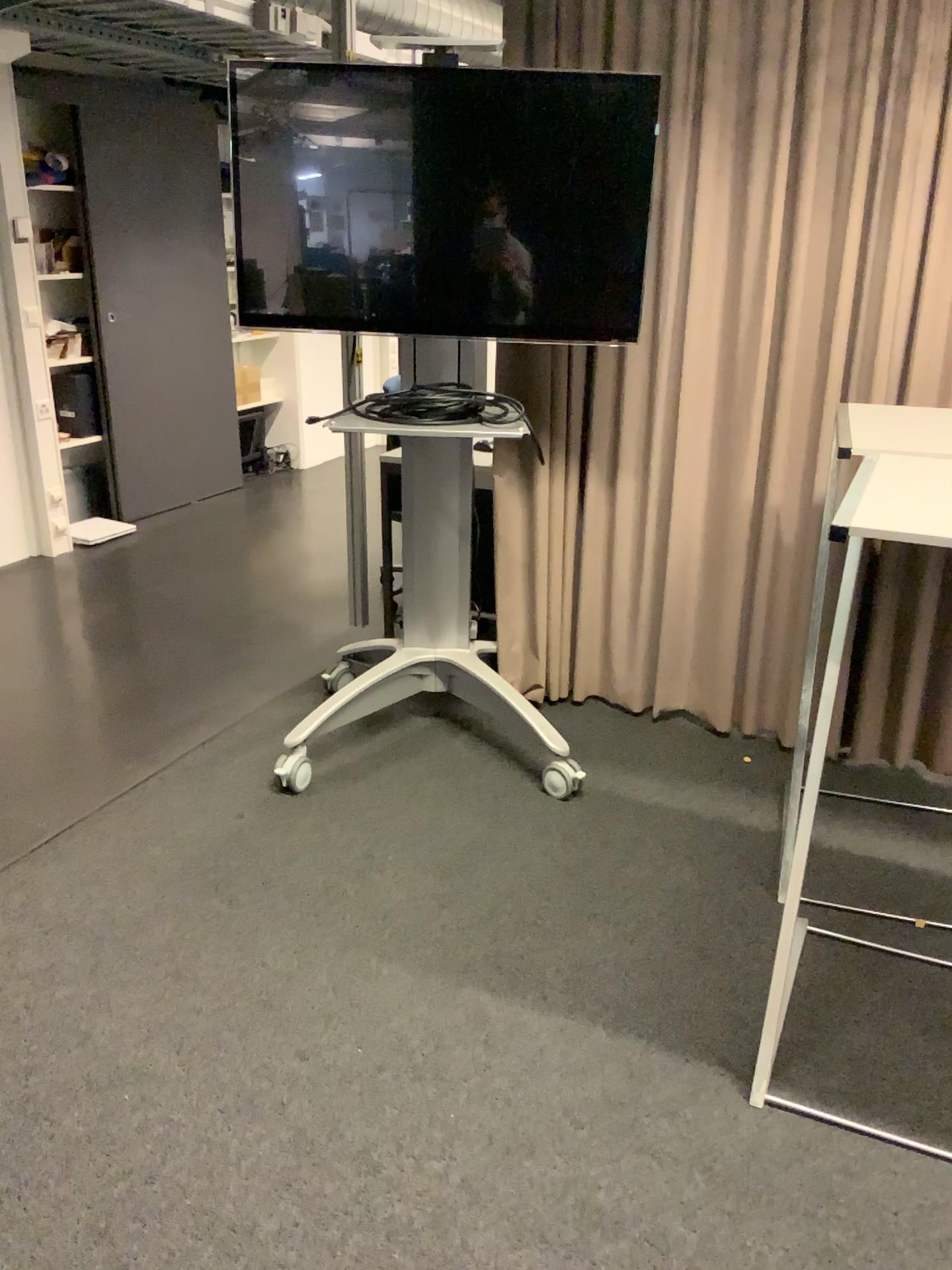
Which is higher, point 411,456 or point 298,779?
point 411,456

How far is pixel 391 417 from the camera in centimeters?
285cm

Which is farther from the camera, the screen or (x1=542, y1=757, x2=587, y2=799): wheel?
(x1=542, y1=757, x2=587, y2=799): wheel

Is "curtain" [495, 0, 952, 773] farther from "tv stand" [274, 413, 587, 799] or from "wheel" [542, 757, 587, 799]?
"wheel" [542, 757, 587, 799]

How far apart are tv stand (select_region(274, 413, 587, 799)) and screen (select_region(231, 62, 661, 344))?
0.3 meters

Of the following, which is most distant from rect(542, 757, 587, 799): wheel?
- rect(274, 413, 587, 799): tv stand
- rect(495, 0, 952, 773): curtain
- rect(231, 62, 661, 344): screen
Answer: rect(231, 62, 661, 344): screen

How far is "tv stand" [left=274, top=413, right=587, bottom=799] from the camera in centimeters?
300cm

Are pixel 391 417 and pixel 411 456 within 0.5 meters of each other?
yes

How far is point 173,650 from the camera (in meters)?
3.97

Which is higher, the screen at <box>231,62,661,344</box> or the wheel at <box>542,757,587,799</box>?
the screen at <box>231,62,661,344</box>
